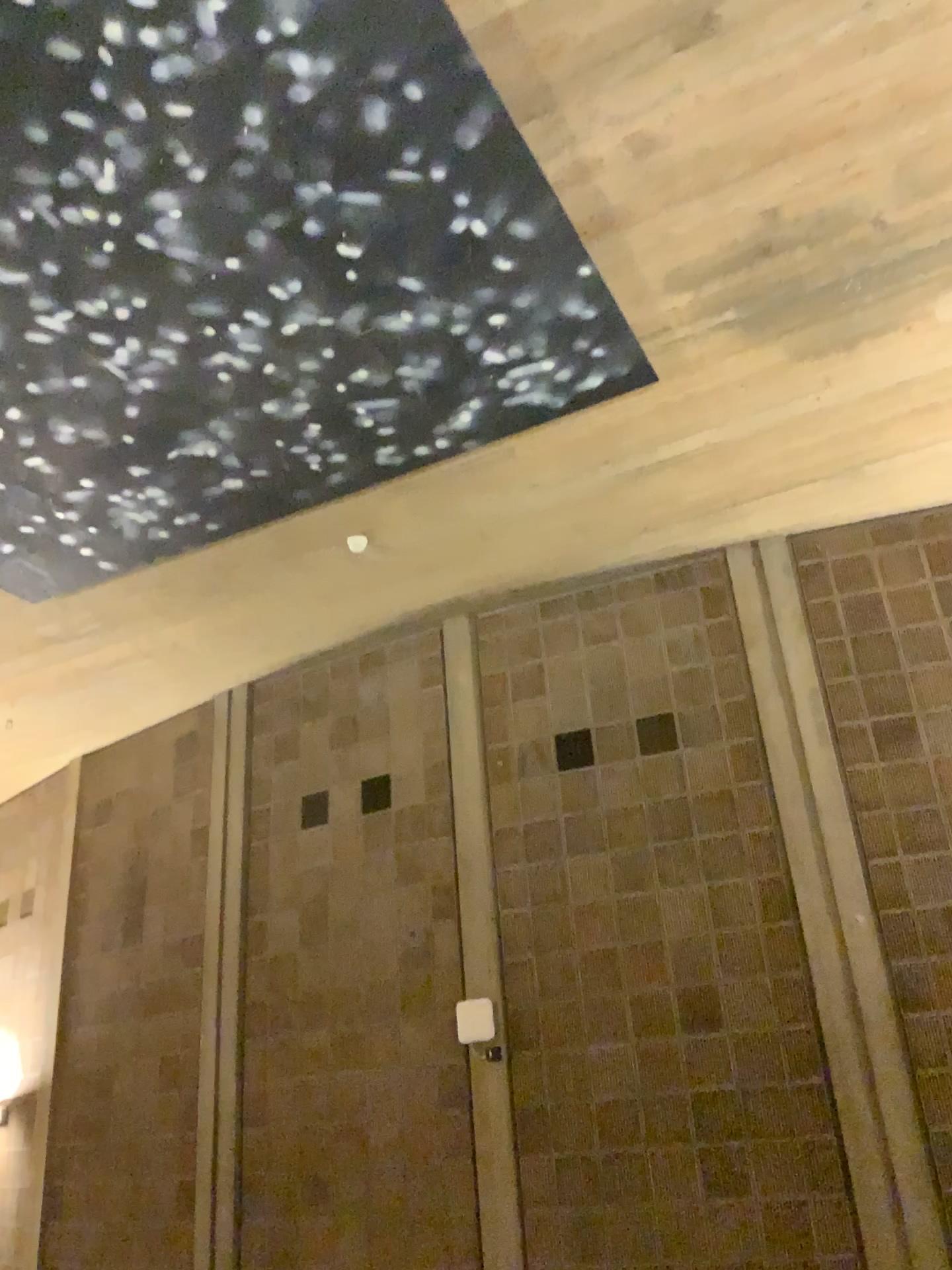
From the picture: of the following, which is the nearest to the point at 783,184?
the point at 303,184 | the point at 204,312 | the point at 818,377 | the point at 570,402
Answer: the point at 818,377
